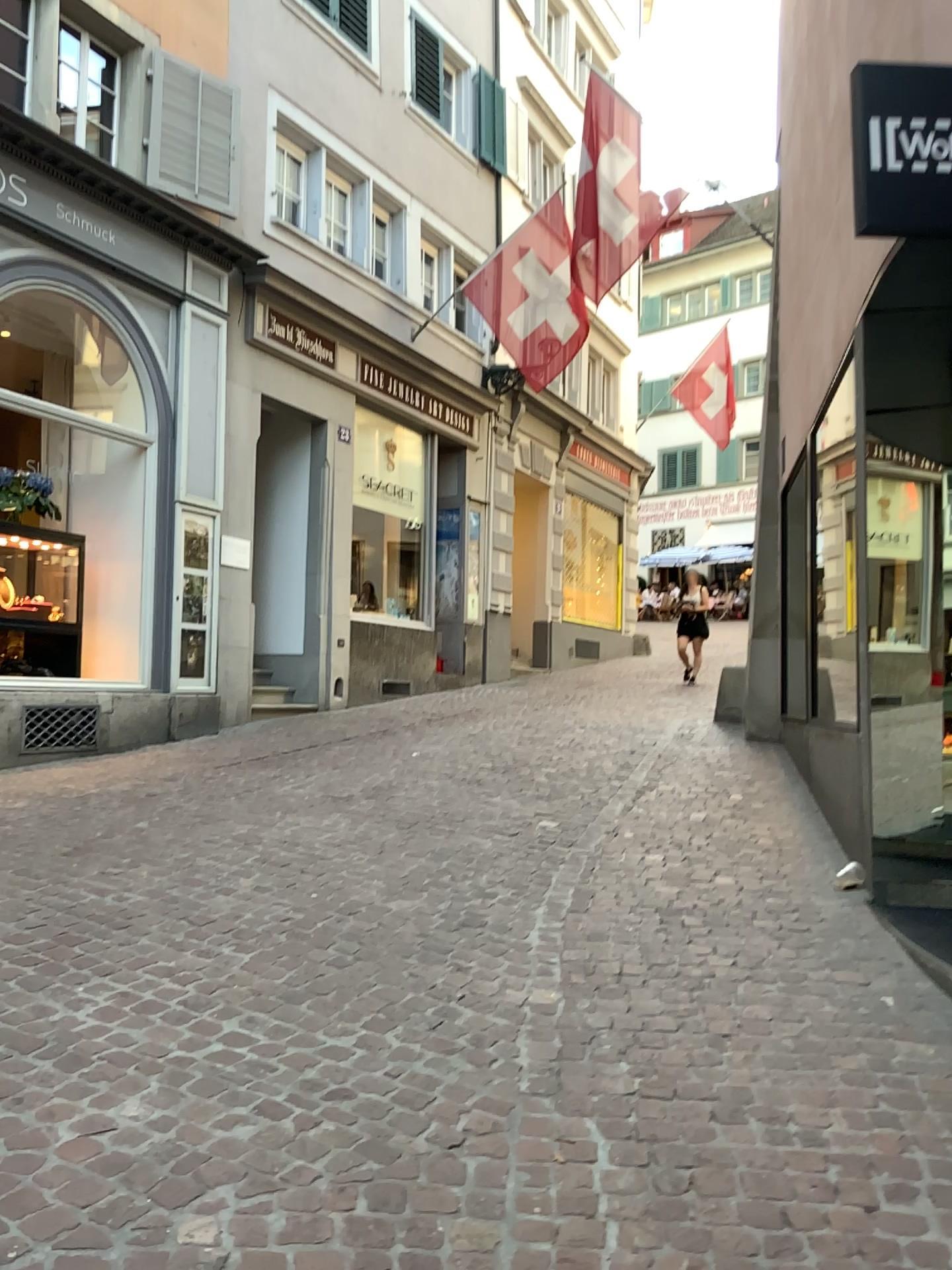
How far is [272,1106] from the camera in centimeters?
254cm
